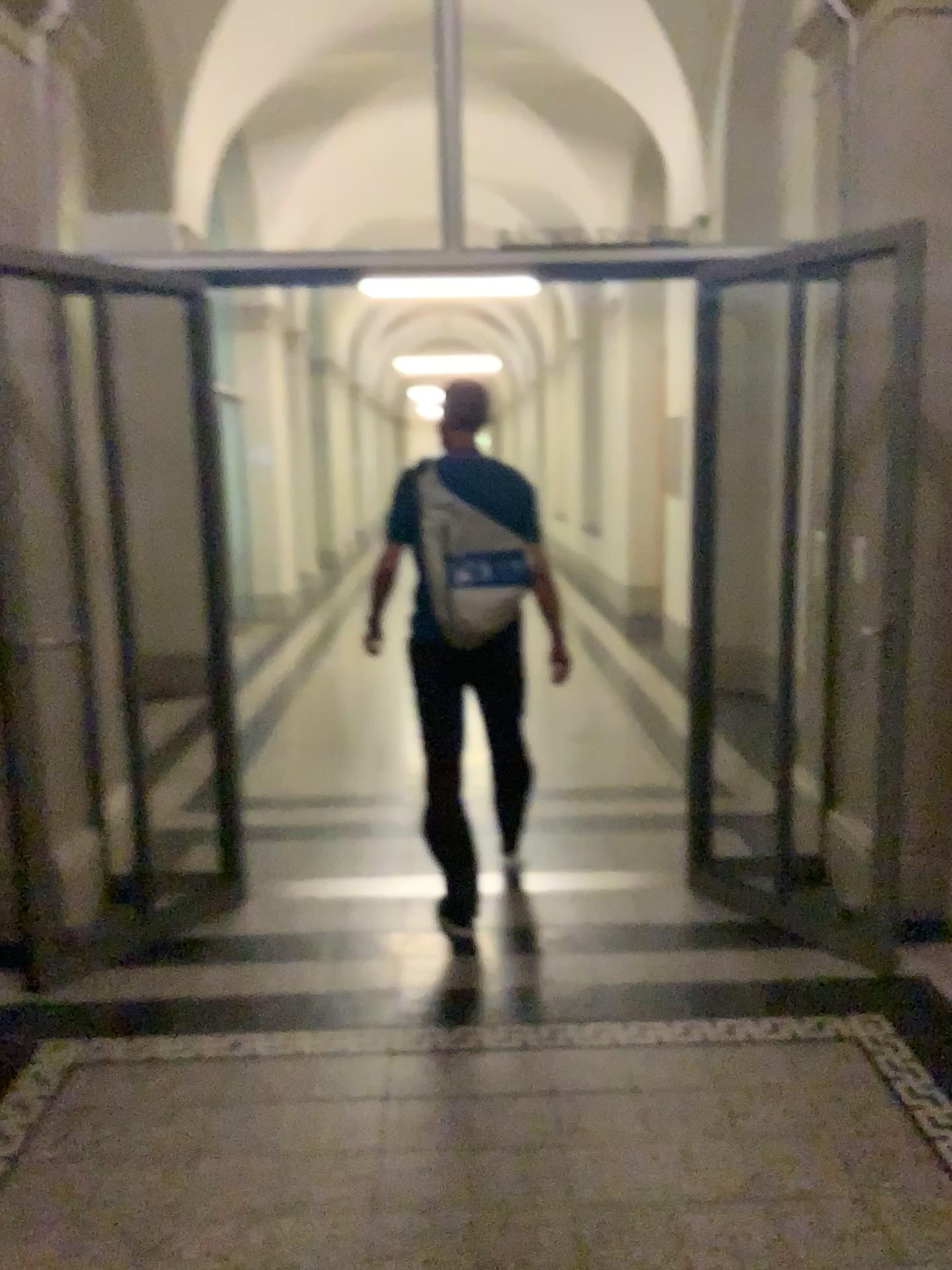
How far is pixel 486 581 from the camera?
3.4 meters

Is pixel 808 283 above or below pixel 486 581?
above

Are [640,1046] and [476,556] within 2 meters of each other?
yes

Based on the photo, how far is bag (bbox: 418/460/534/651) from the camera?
3.4m
